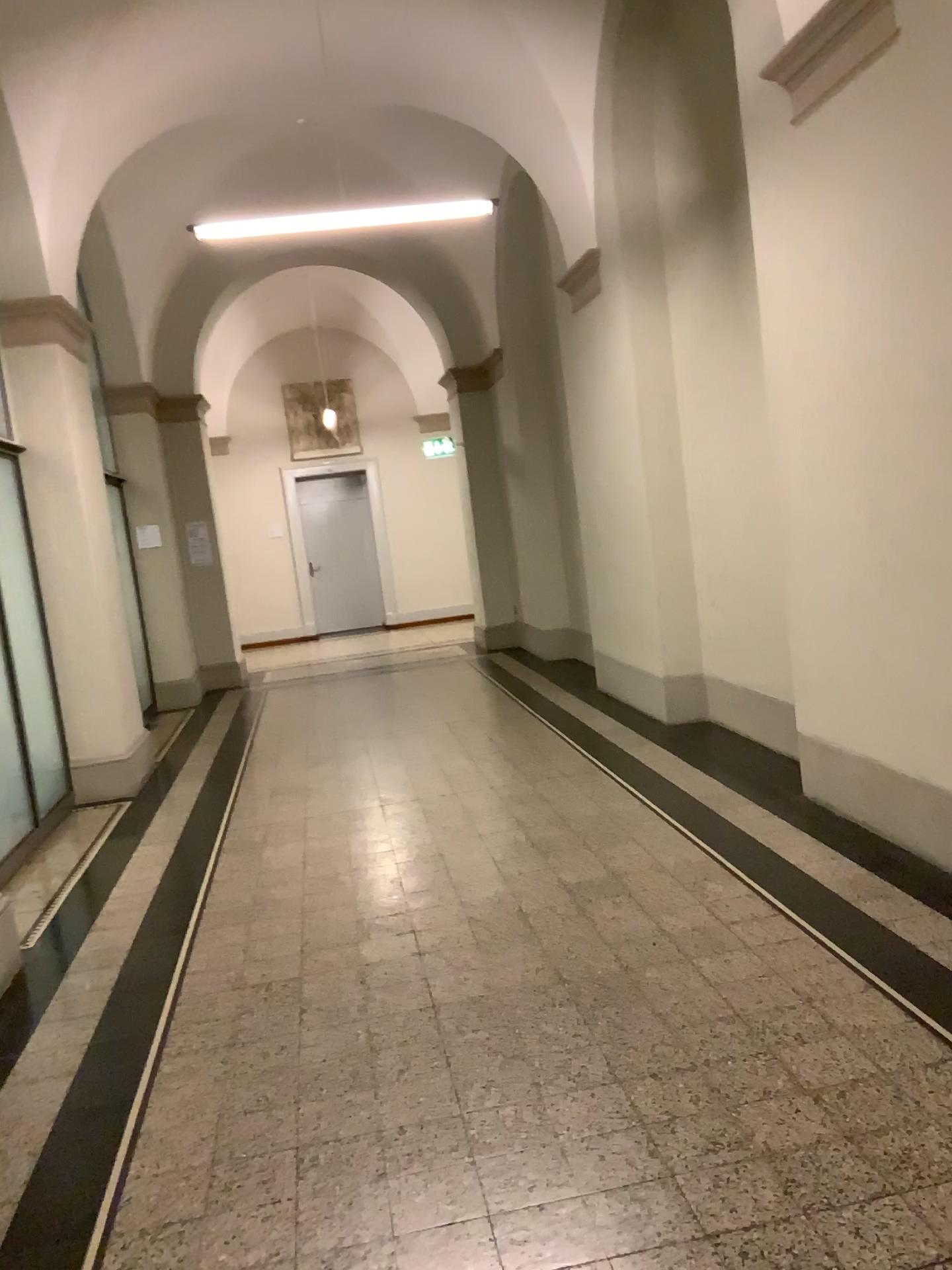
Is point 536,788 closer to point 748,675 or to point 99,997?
point 748,675
